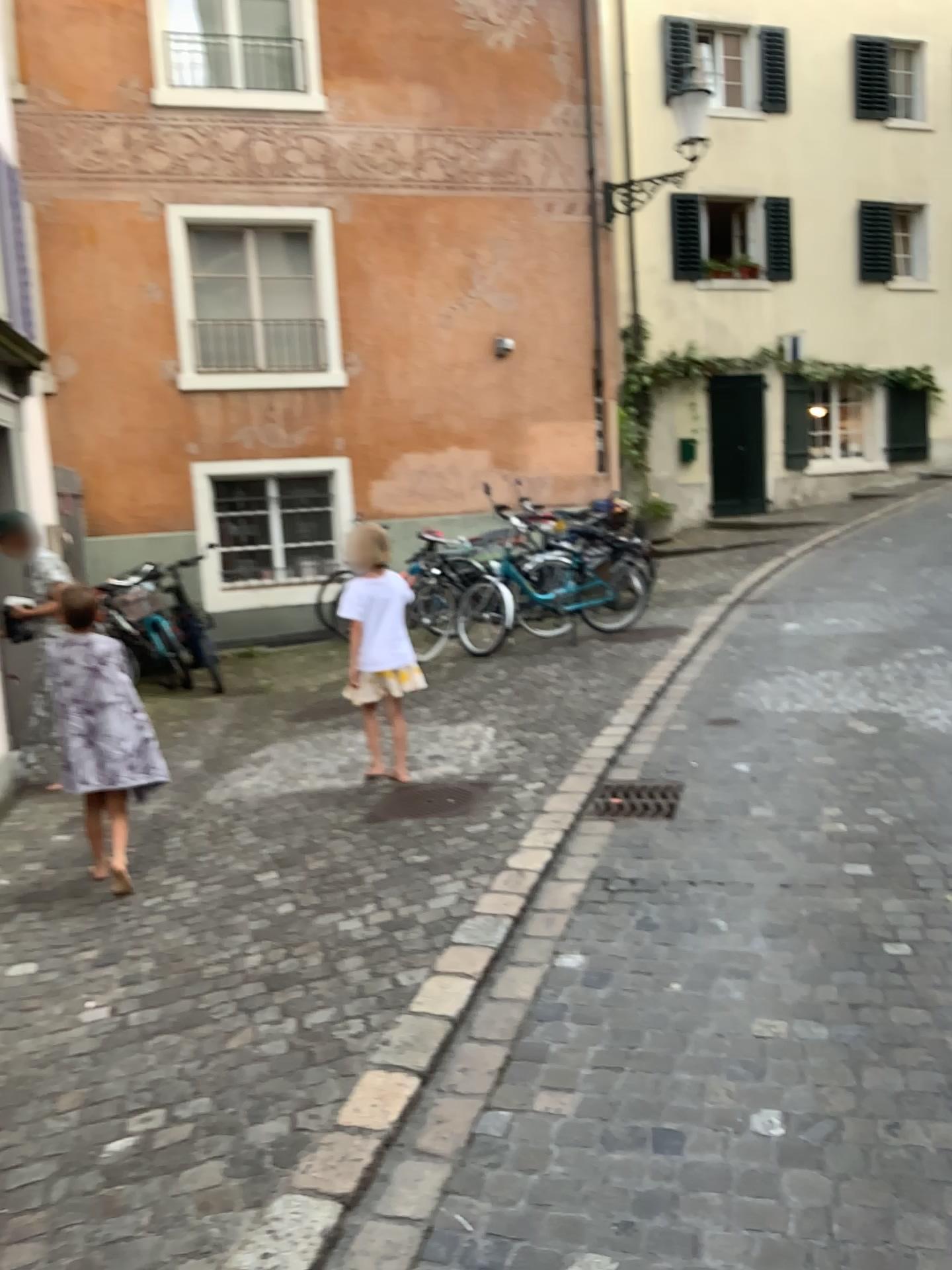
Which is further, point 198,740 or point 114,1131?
point 198,740

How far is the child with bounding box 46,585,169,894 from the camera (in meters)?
4.28

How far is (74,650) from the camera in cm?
428
